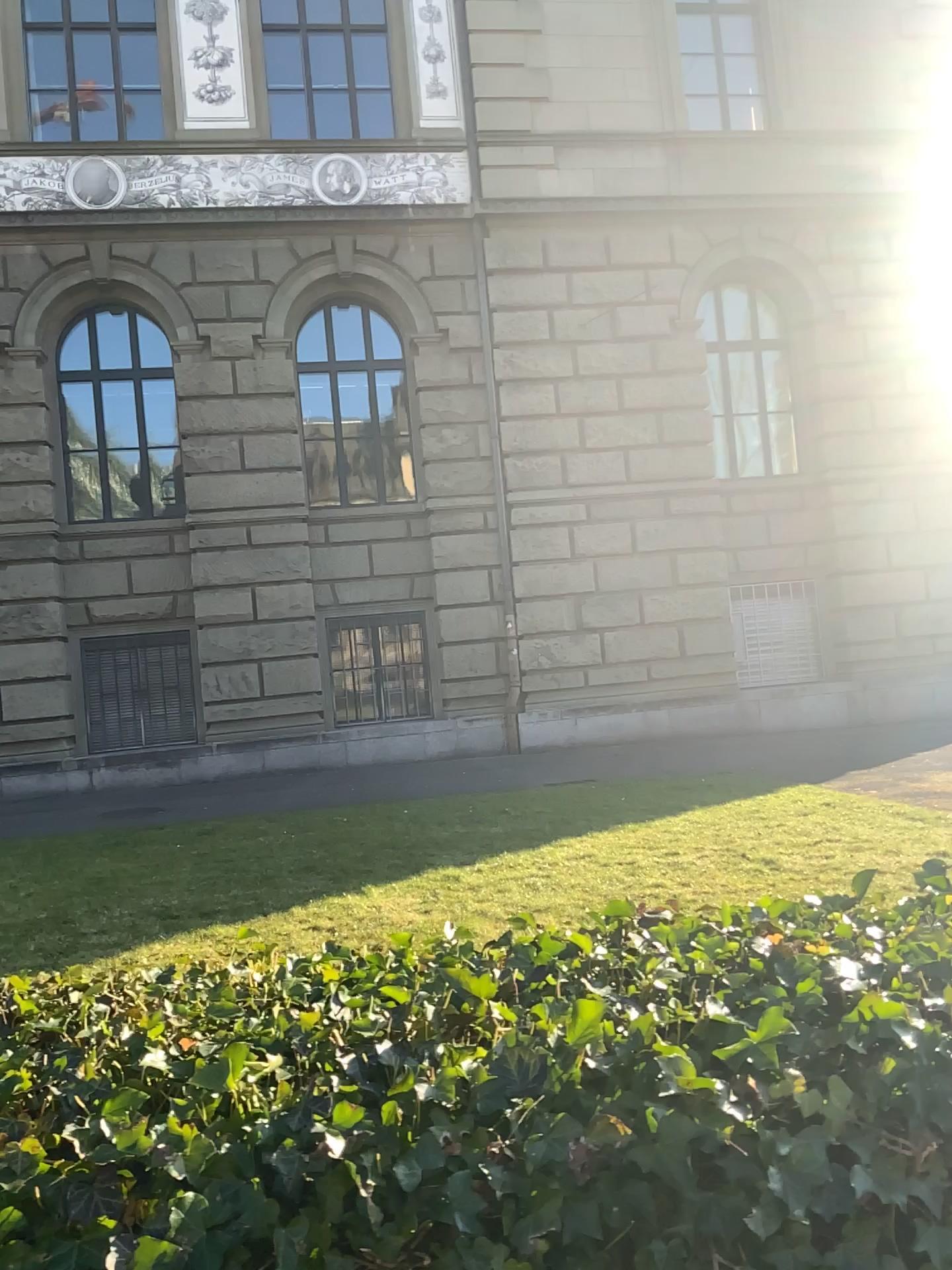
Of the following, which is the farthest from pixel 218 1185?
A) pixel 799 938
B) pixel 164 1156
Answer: pixel 799 938
